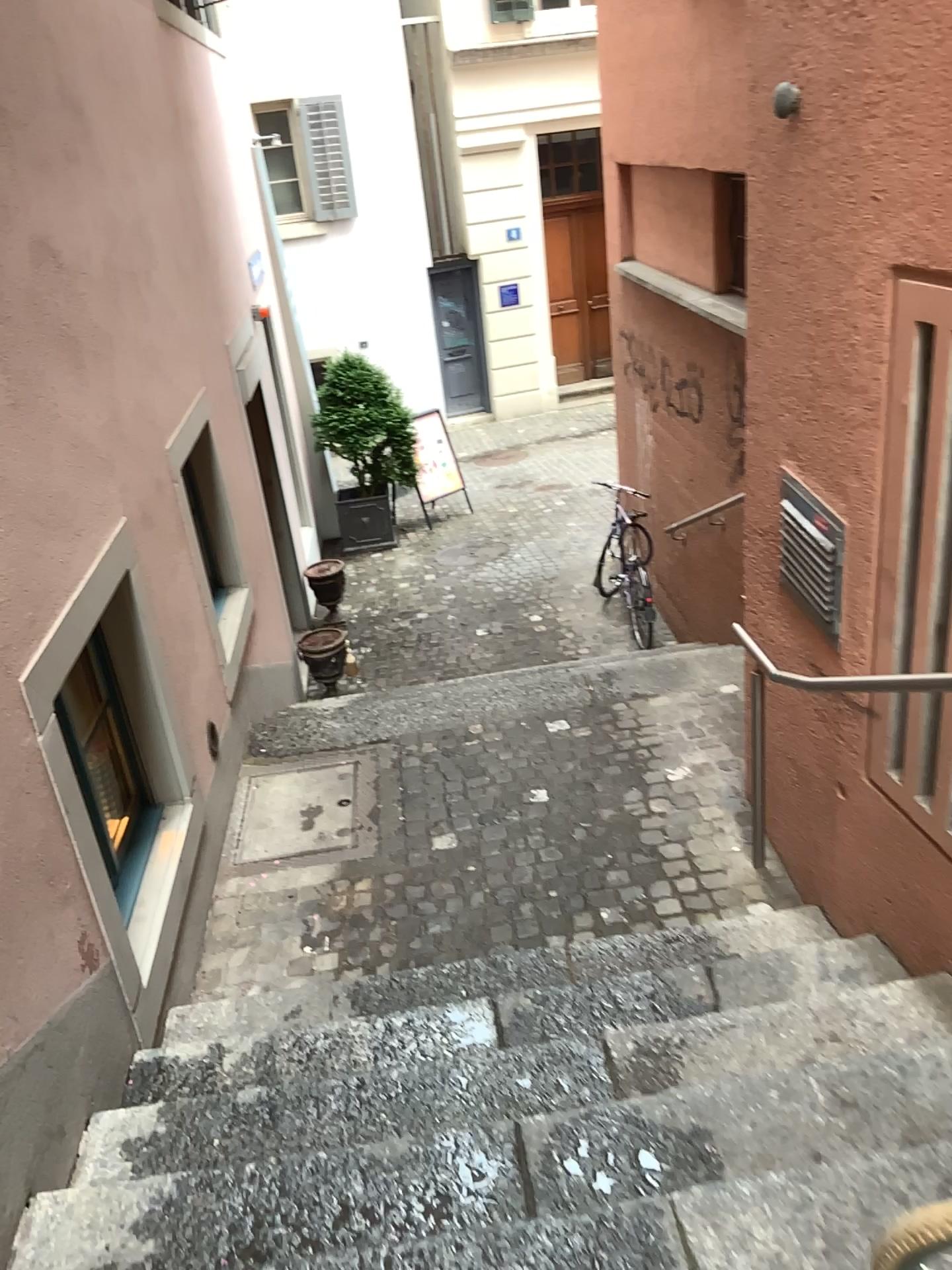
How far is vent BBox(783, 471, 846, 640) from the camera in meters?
2.9

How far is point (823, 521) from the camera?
2.91m

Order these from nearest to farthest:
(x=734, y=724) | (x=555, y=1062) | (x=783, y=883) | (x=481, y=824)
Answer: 1. (x=555, y=1062)
2. (x=783, y=883)
3. (x=481, y=824)
4. (x=734, y=724)
